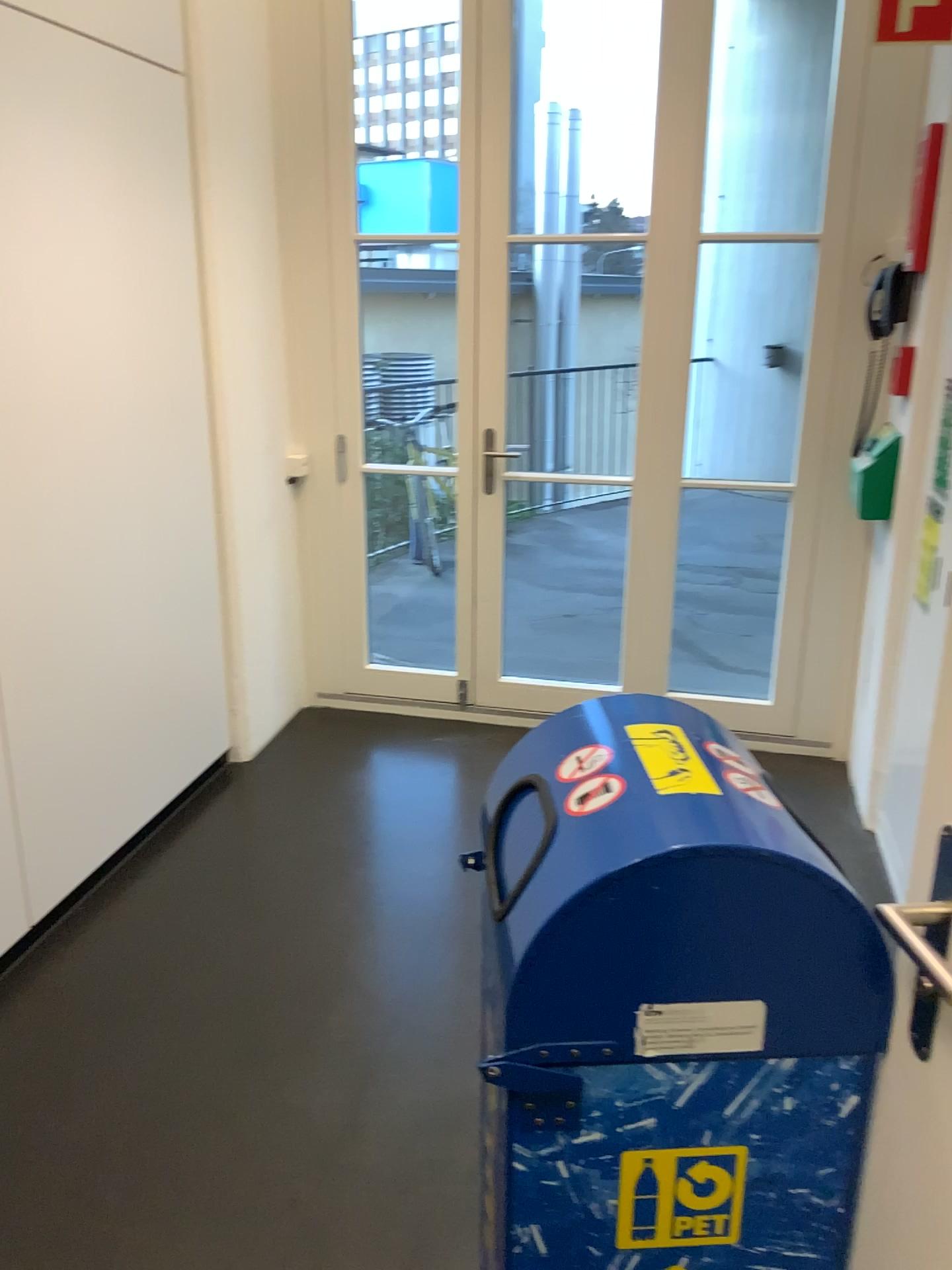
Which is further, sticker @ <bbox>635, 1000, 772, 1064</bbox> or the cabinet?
the cabinet

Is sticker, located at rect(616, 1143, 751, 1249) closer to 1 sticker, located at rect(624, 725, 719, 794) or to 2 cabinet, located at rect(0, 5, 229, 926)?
1 sticker, located at rect(624, 725, 719, 794)

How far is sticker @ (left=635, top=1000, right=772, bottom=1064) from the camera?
1.0 meters

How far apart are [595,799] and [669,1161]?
0.4m

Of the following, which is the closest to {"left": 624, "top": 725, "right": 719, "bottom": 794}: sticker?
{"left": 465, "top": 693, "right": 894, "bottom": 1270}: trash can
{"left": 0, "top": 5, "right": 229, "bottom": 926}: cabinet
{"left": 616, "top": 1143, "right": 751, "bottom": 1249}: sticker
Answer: {"left": 465, "top": 693, "right": 894, "bottom": 1270}: trash can

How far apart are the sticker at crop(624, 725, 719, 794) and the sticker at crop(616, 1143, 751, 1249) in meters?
0.4 m

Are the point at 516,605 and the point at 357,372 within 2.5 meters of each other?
yes

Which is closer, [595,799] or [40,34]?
[595,799]

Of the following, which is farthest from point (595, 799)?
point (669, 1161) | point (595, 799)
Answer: point (669, 1161)

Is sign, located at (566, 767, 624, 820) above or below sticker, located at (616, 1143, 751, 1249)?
above
